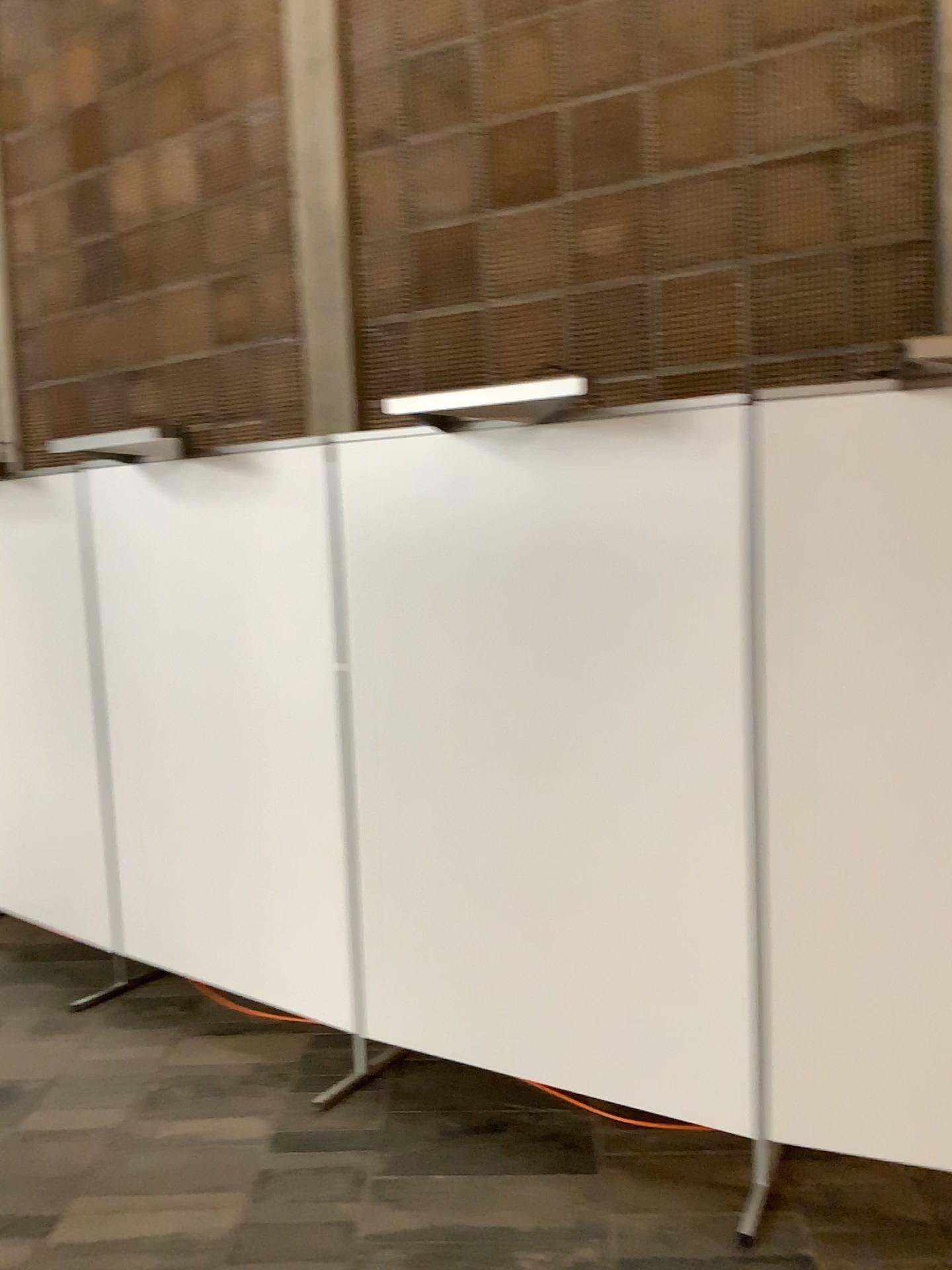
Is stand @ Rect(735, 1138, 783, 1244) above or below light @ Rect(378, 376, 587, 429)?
below

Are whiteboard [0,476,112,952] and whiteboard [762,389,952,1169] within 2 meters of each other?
no

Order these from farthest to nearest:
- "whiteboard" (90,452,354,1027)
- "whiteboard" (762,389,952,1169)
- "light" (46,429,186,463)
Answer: A: "light" (46,429,186,463)
"whiteboard" (90,452,354,1027)
"whiteboard" (762,389,952,1169)

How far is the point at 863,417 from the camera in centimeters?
236cm

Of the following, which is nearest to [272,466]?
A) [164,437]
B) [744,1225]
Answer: [164,437]

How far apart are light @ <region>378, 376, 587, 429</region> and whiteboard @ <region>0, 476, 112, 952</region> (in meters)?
1.79

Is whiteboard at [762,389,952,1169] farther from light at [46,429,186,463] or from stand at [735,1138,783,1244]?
light at [46,429,186,463]

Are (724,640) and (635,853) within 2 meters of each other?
yes

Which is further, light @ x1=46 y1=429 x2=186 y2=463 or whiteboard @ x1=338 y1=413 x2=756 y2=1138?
light @ x1=46 y1=429 x2=186 y2=463

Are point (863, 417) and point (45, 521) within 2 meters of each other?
no
